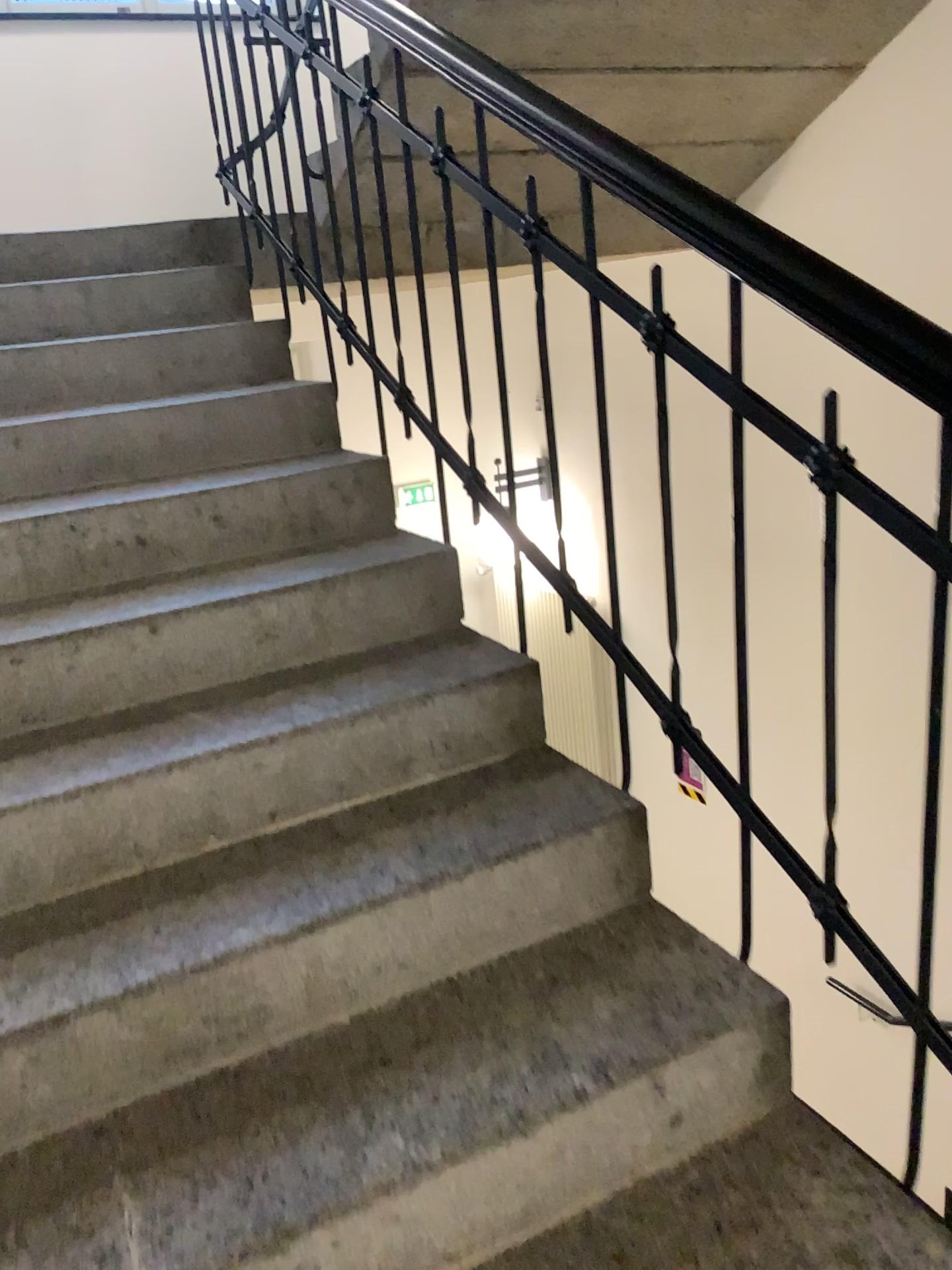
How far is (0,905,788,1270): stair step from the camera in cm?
113

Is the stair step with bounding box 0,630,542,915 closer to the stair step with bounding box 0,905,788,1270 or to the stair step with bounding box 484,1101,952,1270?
the stair step with bounding box 0,905,788,1270

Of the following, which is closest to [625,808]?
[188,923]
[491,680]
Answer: [491,680]

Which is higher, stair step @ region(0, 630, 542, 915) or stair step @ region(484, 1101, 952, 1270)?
stair step @ region(0, 630, 542, 915)

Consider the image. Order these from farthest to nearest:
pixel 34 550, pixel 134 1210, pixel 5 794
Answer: pixel 34 550, pixel 5 794, pixel 134 1210

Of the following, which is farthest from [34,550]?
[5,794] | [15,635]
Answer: [5,794]

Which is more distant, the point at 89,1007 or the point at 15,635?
the point at 15,635

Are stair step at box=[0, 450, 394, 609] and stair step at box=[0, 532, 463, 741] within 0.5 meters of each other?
yes

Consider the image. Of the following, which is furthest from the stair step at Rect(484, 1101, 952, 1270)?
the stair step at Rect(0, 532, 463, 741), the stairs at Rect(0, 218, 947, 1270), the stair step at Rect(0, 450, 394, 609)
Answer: the stair step at Rect(0, 450, 394, 609)

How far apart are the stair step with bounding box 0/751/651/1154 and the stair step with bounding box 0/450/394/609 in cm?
67
